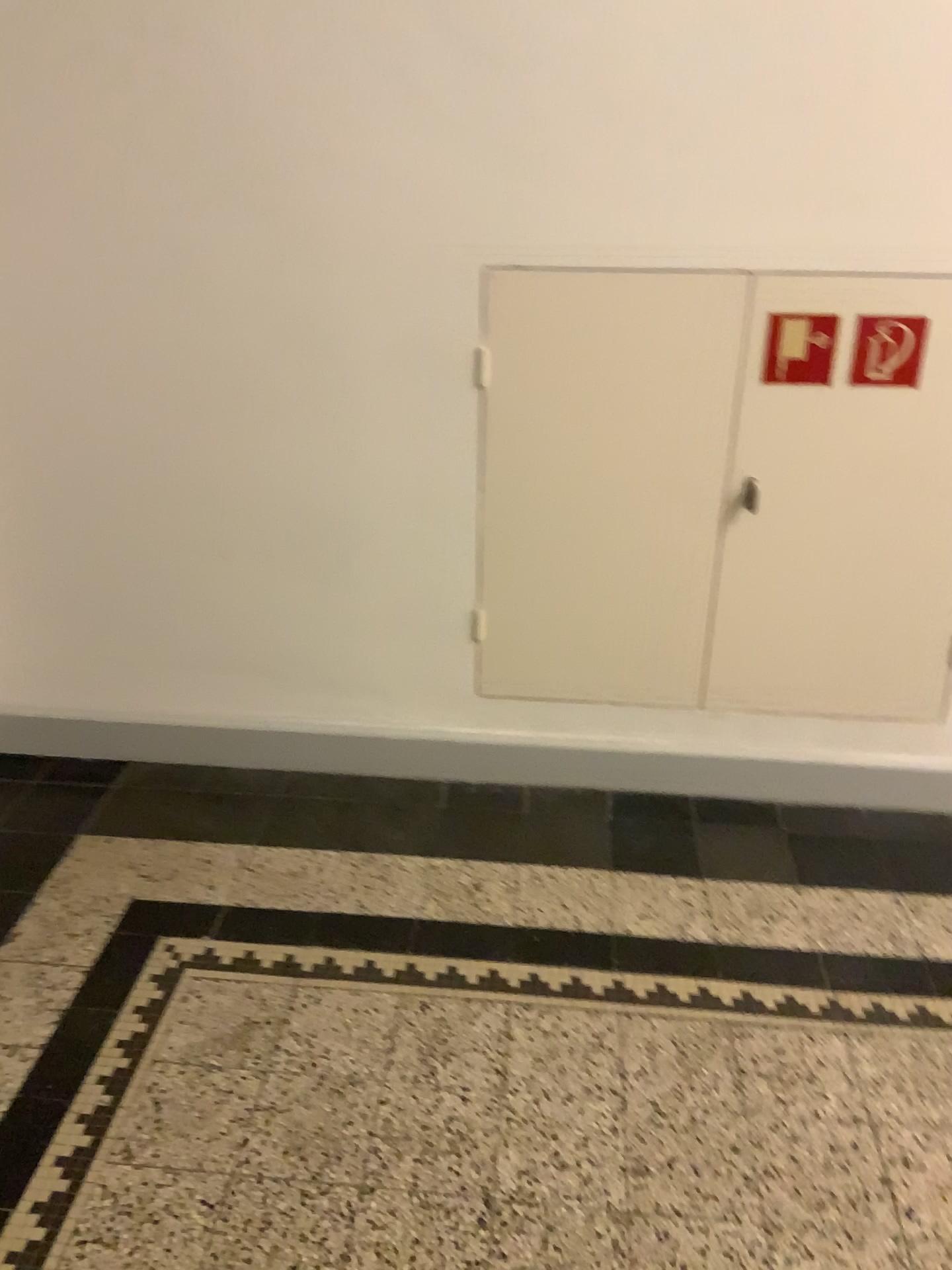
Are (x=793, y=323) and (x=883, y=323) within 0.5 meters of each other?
yes

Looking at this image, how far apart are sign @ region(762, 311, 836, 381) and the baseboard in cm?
89

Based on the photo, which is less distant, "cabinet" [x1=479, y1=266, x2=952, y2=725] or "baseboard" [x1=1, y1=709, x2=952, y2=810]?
"cabinet" [x1=479, y1=266, x2=952, y2=725]

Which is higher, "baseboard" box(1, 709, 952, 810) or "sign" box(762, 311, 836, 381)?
"sign" box(762, 311, 836, 381)

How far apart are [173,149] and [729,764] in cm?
183

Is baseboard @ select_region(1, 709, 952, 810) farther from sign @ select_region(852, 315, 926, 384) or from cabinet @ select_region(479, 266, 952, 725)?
sign @ select_region(852, 315, 926, 384)

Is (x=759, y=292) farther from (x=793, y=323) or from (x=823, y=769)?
(x=823, y=769)

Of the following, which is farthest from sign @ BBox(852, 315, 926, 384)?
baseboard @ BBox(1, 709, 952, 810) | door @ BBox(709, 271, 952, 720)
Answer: baseboard @ BBox(1, 709, 952, 810)

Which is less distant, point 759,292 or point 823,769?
point 759,292

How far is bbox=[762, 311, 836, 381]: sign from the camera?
2.13m
